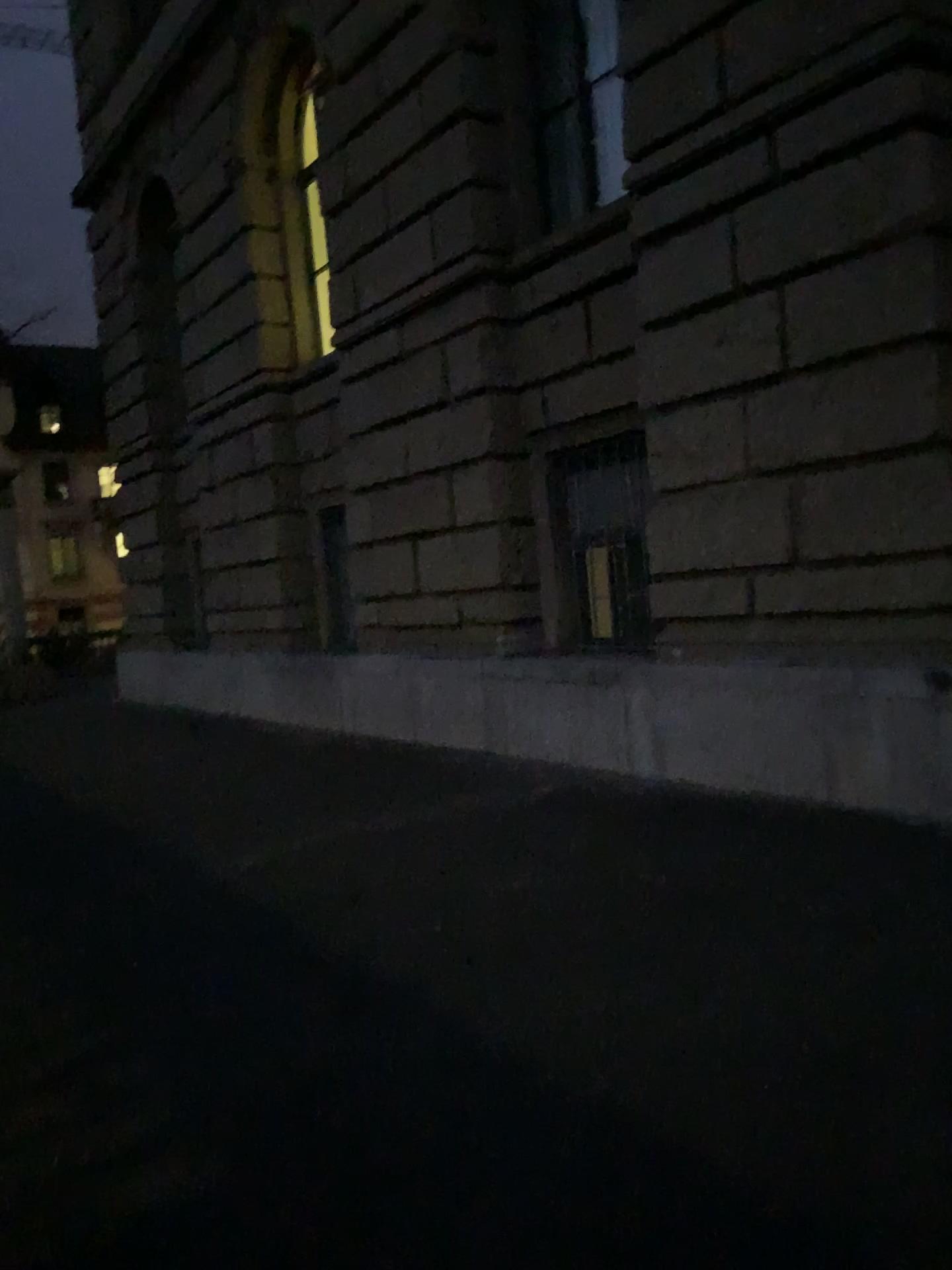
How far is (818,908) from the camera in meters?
3.9 m
